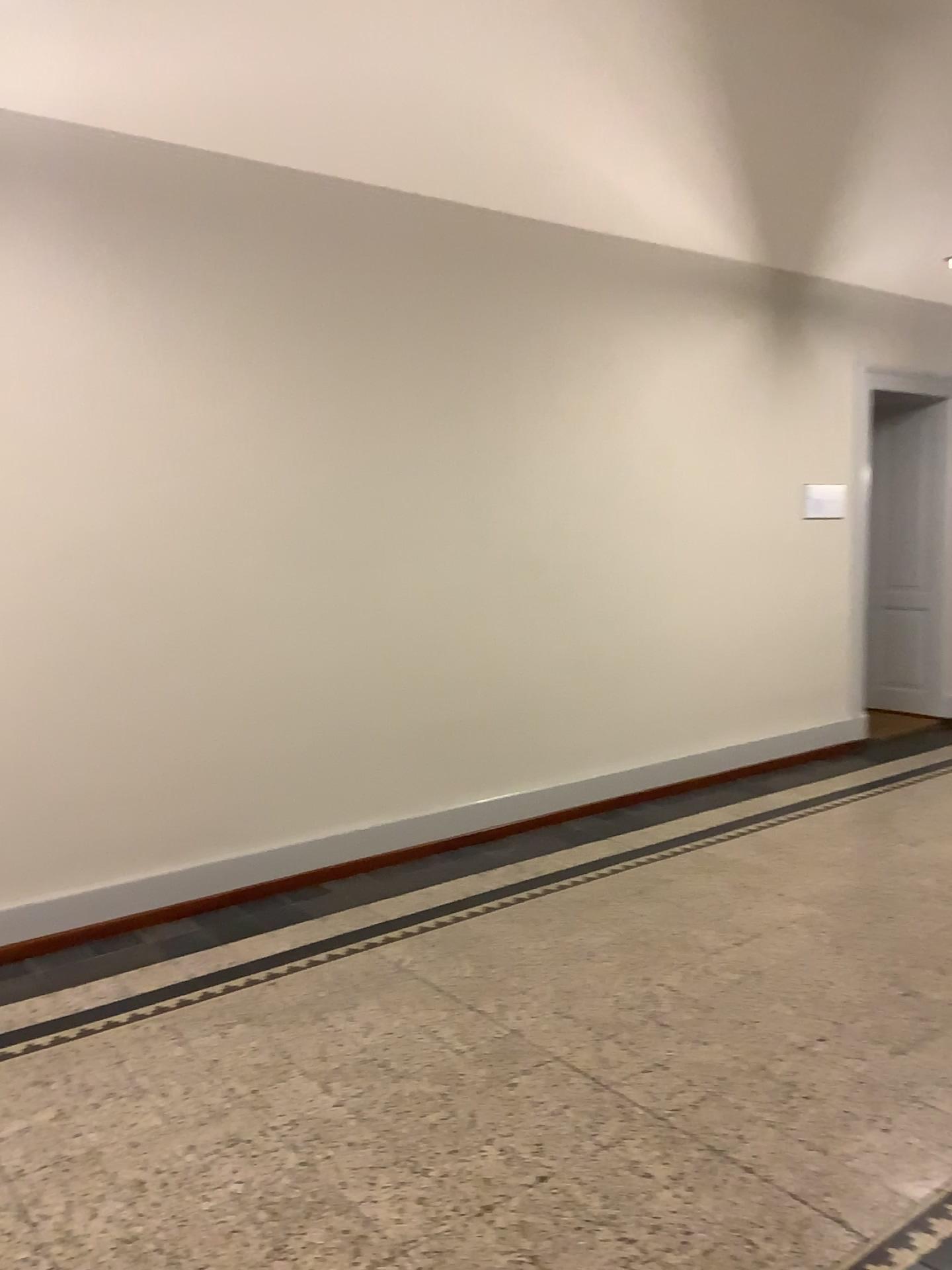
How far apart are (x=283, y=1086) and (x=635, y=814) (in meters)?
2.91
